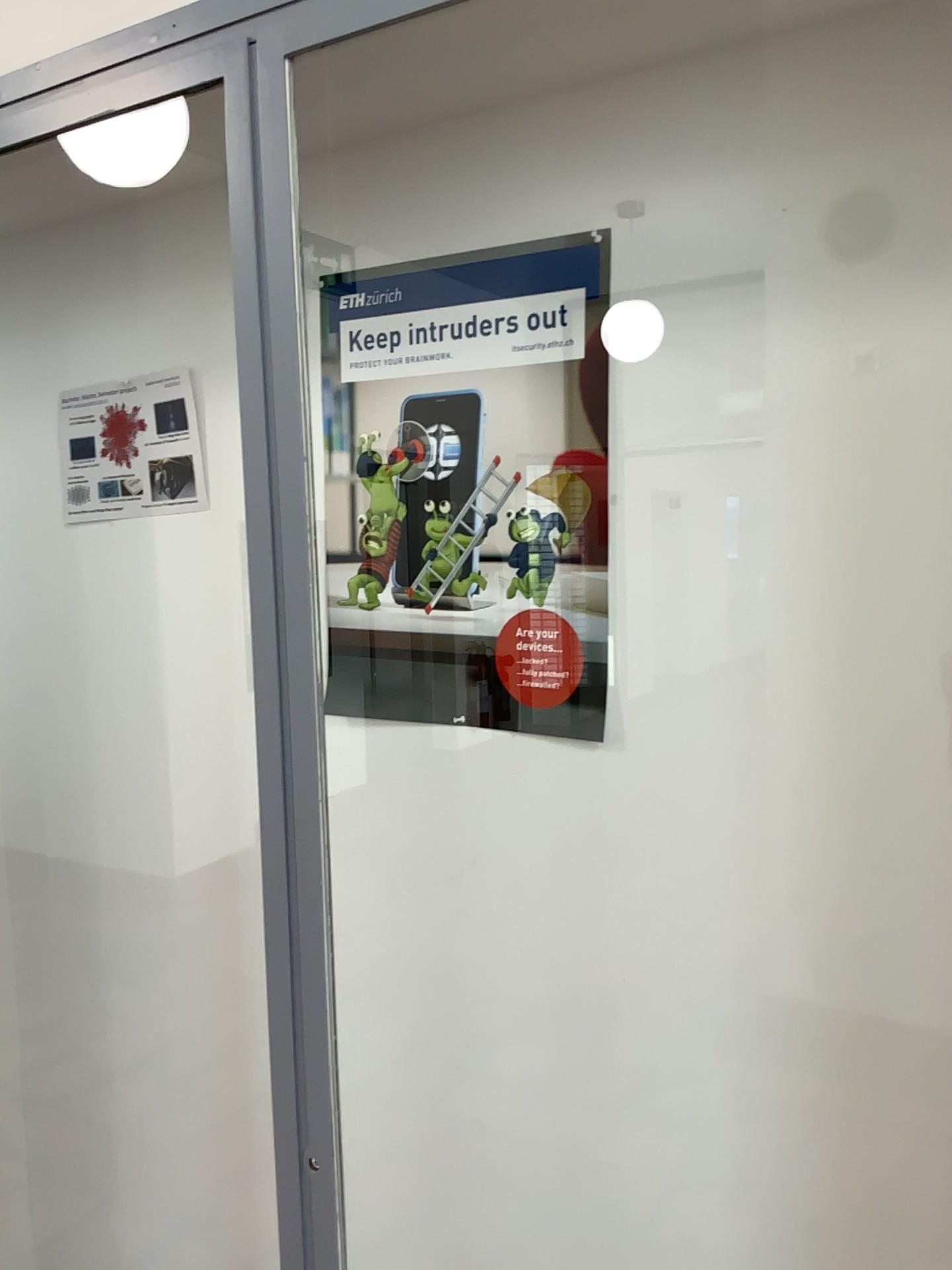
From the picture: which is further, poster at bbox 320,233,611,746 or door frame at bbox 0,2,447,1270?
poster at bbox 320,233,611,746

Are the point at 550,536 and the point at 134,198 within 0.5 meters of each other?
no

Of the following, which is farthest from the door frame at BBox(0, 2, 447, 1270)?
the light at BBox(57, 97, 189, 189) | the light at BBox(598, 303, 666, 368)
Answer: the light at BBox(598, 303, 666, 368)

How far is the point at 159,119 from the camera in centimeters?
123cm

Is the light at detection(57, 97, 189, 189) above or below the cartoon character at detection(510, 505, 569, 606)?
above

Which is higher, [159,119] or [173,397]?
[159,119]

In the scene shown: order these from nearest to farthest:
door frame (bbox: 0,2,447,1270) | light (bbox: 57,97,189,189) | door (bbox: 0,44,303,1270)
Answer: door frame (bbox: 0,2,447,1270) < light (bbox: 57,97,189,189) < door (bbox: 0,44,303,1270)

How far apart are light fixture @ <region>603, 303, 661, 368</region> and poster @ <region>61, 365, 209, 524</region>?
0.7 meters

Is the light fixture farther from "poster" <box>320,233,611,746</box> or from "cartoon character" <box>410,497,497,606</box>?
"cartoon character" <box>410,497,497,606</box>

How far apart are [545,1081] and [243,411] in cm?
92
